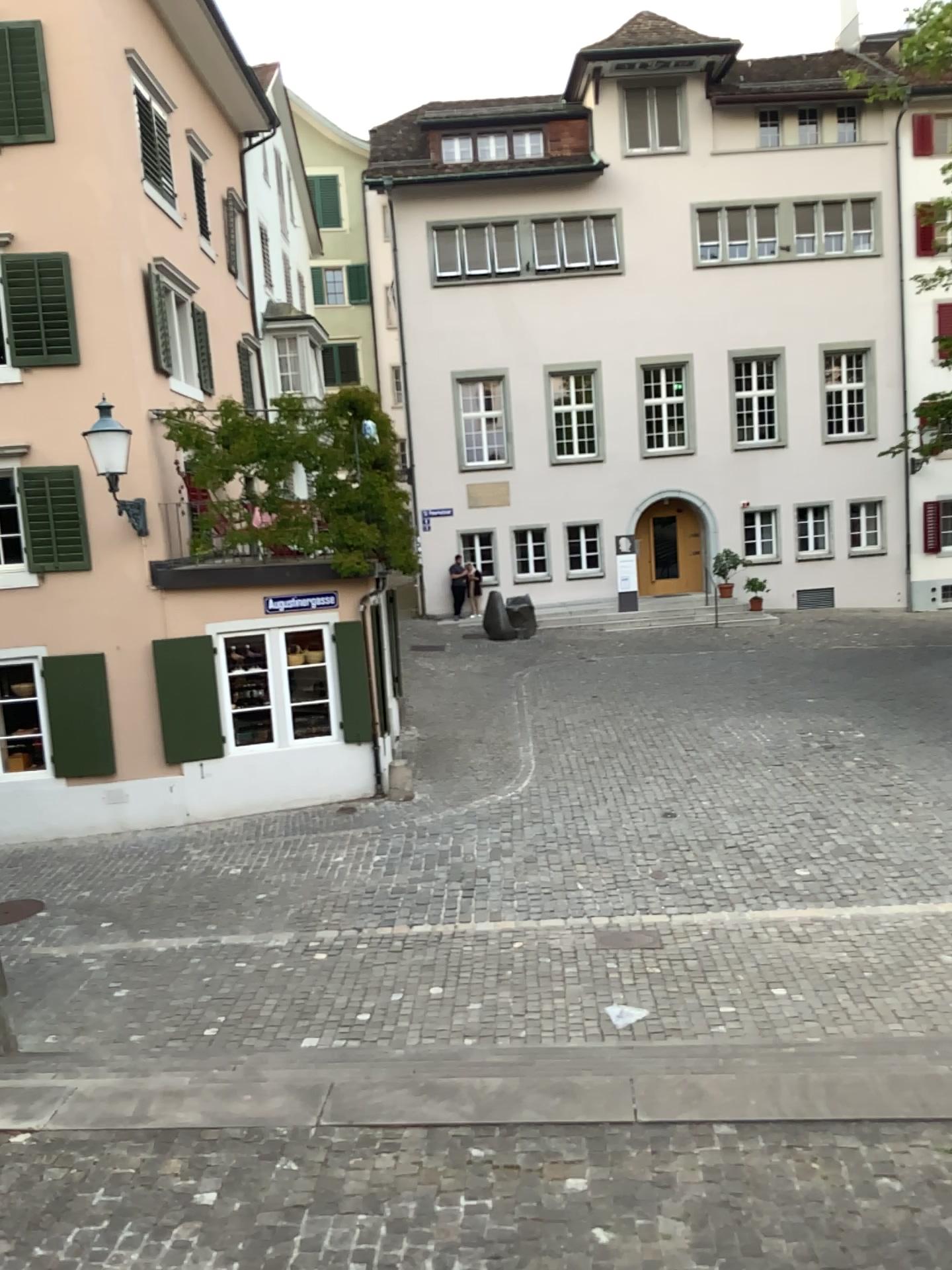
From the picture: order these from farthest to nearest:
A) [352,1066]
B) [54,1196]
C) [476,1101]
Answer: [352,1066] < [476,1101] < [54,1196]
